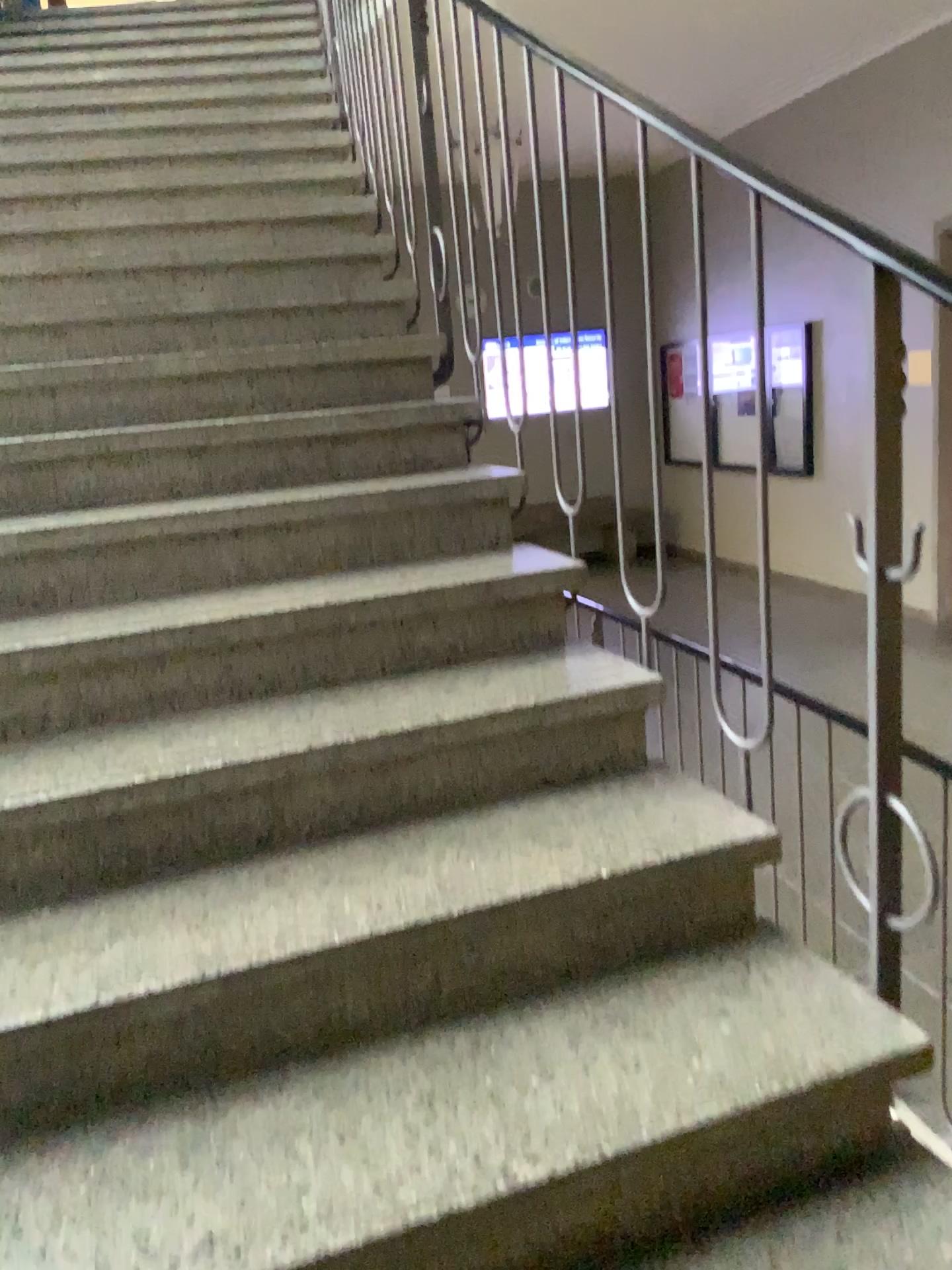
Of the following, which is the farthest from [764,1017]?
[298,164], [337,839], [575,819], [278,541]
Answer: [298,164]

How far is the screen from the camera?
2.0 meters

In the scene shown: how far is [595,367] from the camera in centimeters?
197cm
